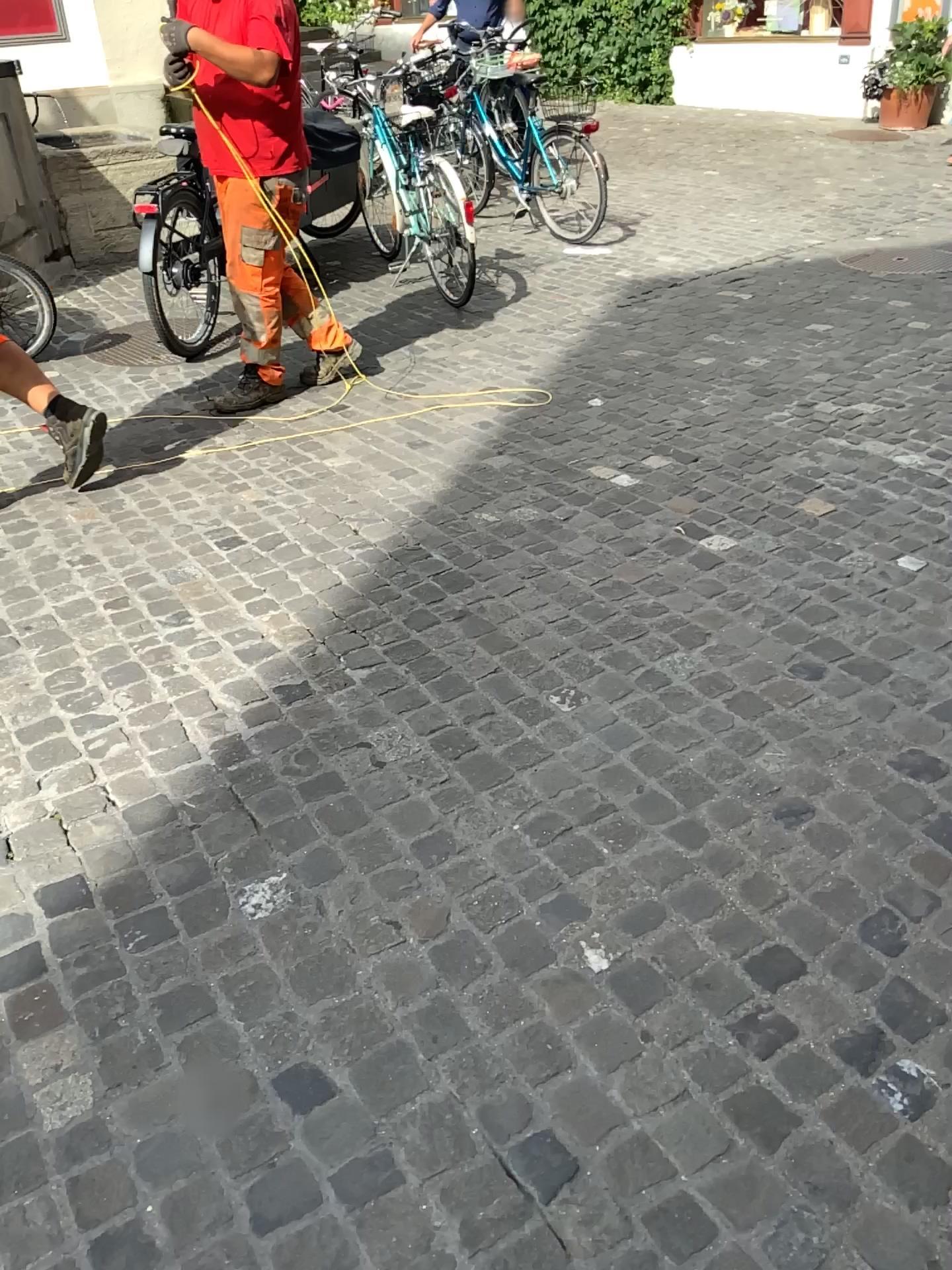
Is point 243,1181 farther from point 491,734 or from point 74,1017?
point 491,734
